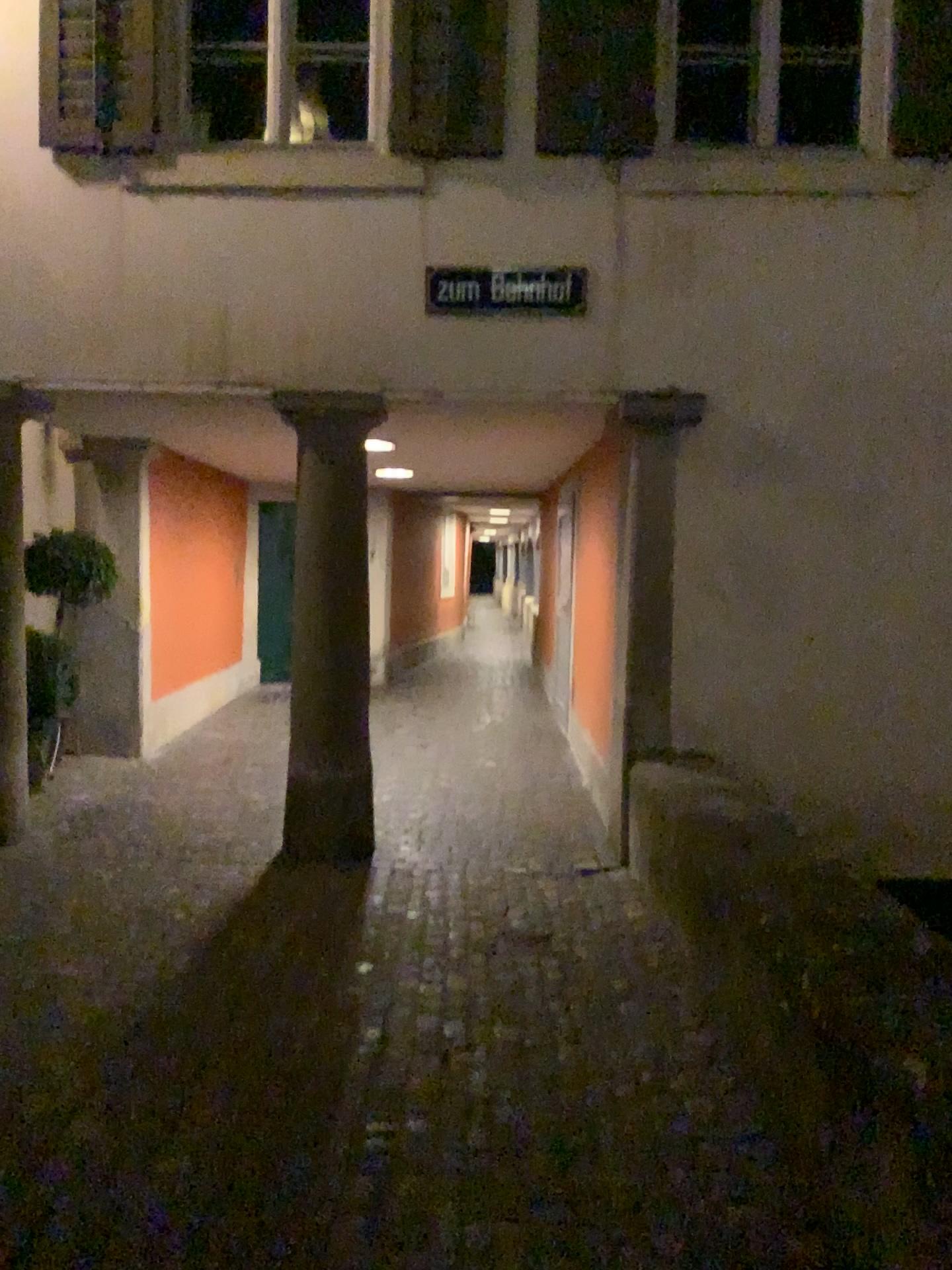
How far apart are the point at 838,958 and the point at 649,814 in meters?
2.1 m
